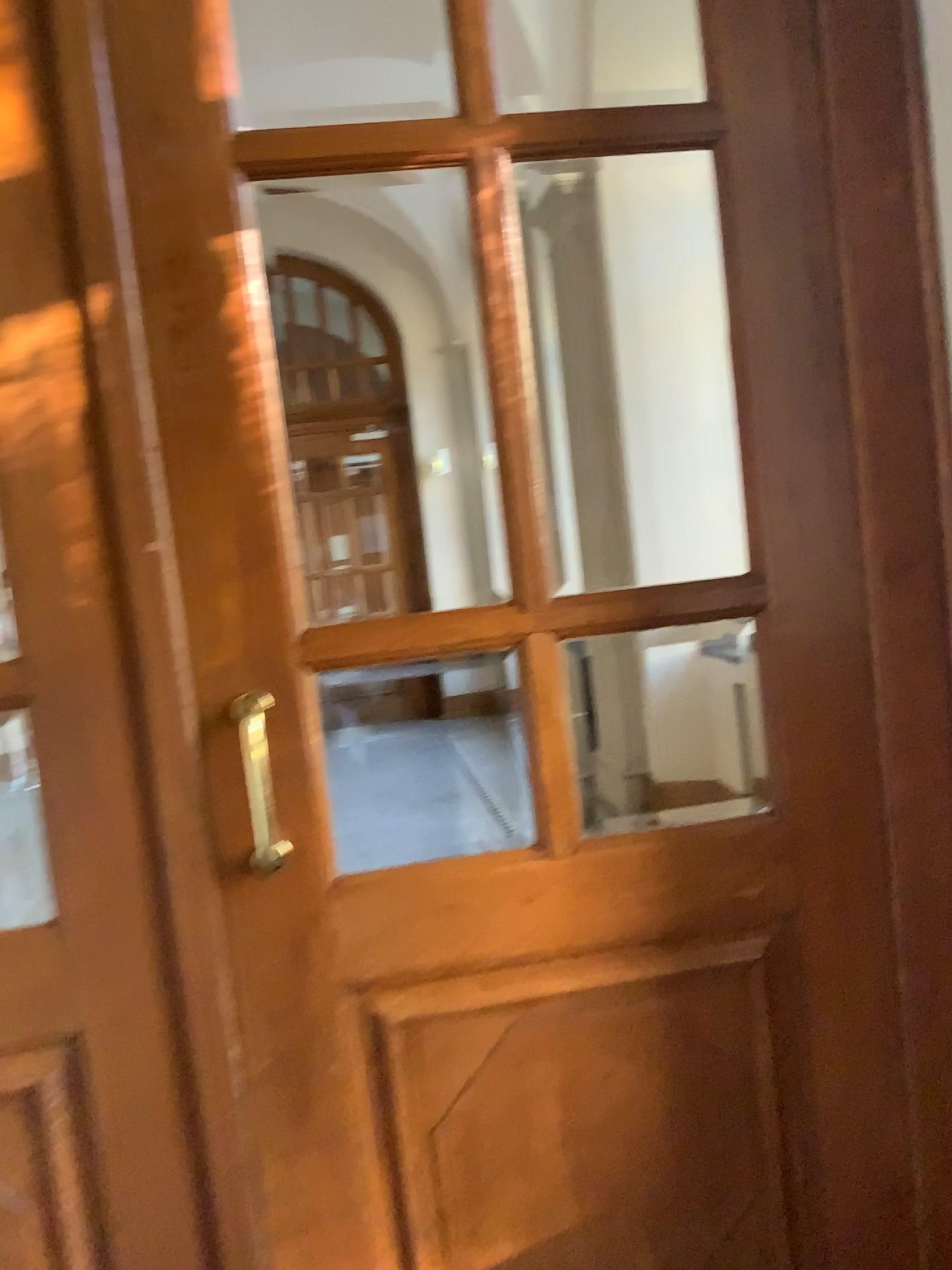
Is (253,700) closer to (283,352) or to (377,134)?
(283,352)

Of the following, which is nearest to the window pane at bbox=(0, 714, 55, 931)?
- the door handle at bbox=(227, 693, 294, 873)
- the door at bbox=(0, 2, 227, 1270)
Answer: the door at bbox=(0, 2, 227, 1270)

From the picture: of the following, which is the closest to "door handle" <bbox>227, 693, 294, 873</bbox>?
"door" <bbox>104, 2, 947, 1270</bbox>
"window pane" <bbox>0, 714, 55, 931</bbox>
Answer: "door" <bbox>104, 2, 947, 1270</bbox>

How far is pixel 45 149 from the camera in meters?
1.4

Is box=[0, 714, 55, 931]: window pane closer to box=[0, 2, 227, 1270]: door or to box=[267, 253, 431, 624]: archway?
box=[0, 2, 227, 1270]: door

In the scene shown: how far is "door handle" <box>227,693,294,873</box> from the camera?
1.52m

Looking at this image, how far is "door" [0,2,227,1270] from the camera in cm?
142

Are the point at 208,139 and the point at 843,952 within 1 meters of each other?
no

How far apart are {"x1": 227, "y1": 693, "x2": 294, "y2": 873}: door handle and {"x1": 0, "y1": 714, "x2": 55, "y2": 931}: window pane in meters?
0.3

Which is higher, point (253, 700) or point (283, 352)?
point (283, 352)
